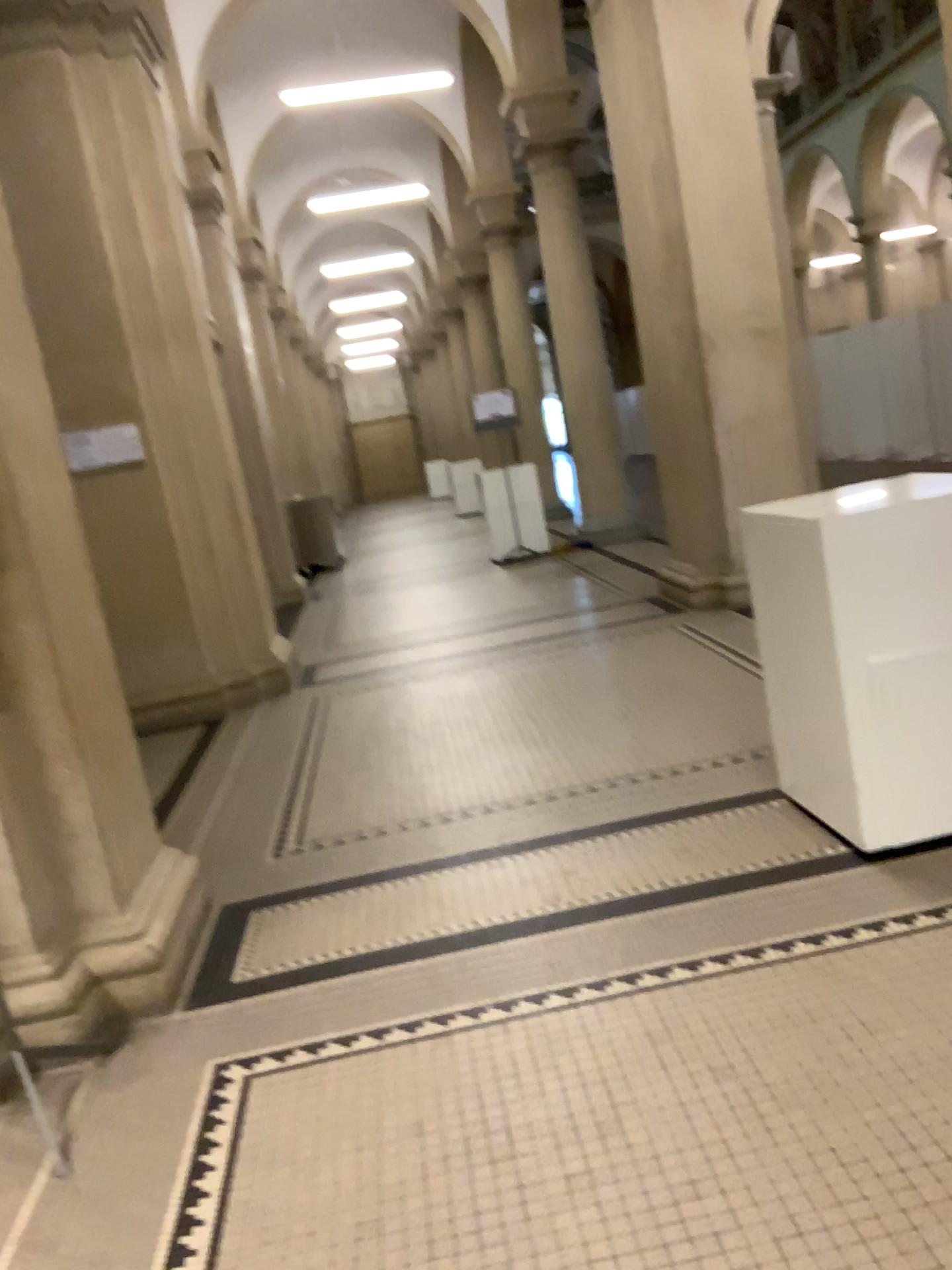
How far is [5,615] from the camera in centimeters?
279cm

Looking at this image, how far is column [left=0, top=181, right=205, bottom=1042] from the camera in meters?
2.8 m

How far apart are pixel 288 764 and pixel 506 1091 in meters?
3.0 m
